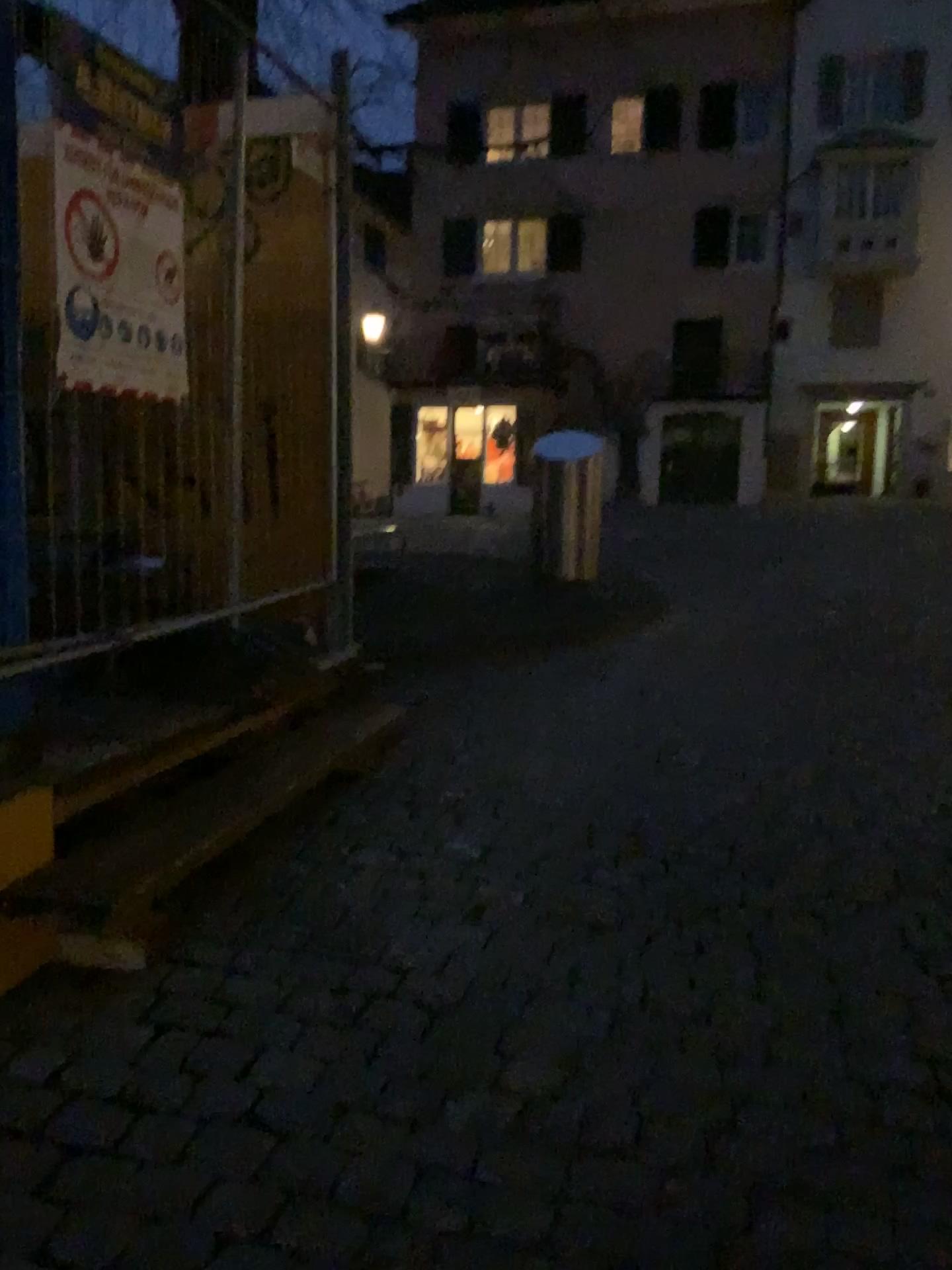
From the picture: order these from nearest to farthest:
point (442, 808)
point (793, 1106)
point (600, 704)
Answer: point (793, 1106) < point (442, 808) < point (600, 704)
